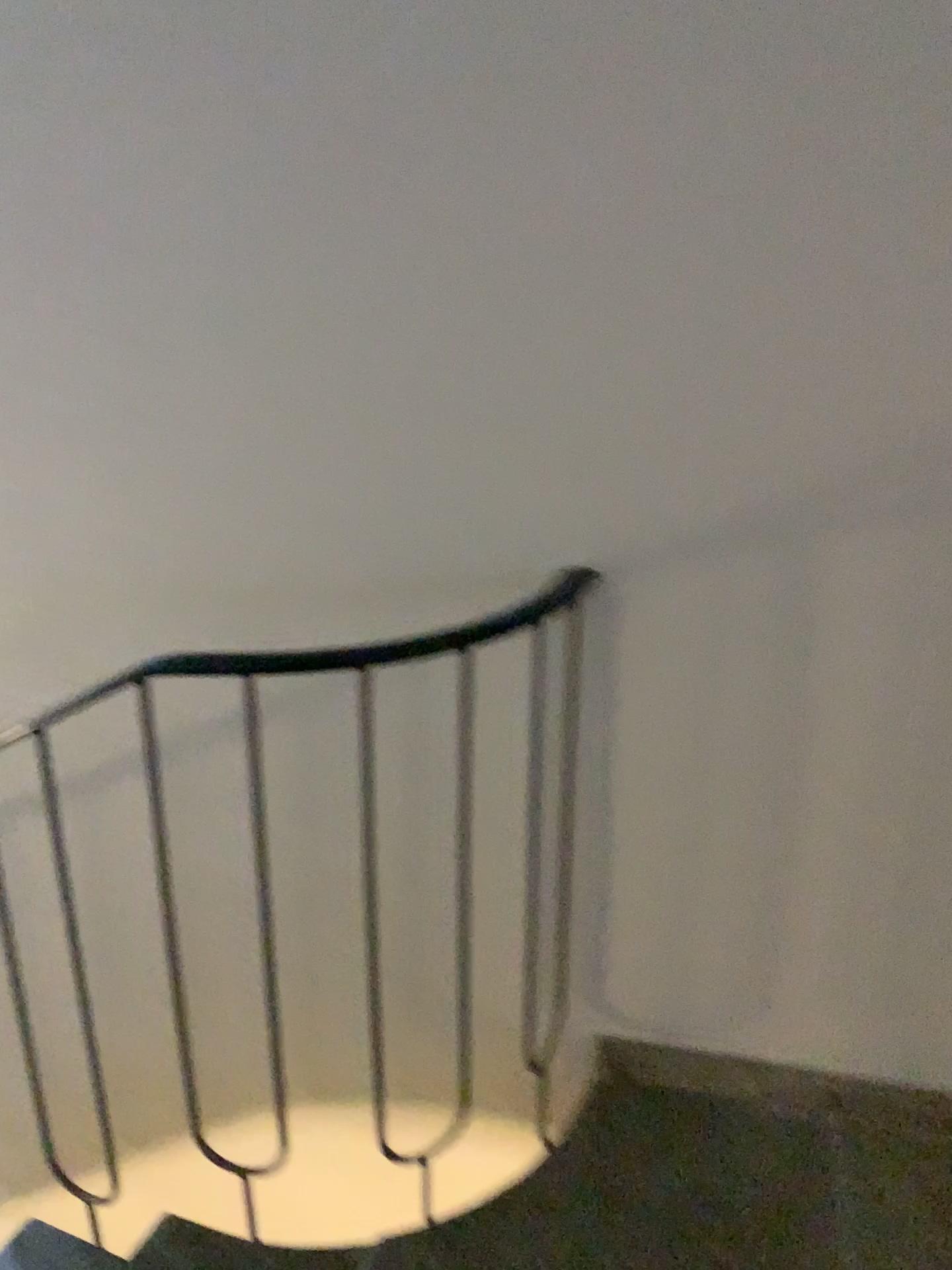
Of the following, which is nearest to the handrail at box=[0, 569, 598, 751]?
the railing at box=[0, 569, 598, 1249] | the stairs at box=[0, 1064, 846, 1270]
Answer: the railing at box=[0, 569, 598, 1249]

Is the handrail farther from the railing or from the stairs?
the stairs

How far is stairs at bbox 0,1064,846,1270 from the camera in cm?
151

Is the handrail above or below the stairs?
above

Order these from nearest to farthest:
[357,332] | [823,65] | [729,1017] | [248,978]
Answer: [823,65]
[357,332]
[729,1017]
[248,978]

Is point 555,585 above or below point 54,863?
above

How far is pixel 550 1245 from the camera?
1.51m

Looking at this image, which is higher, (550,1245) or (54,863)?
(54,863)
